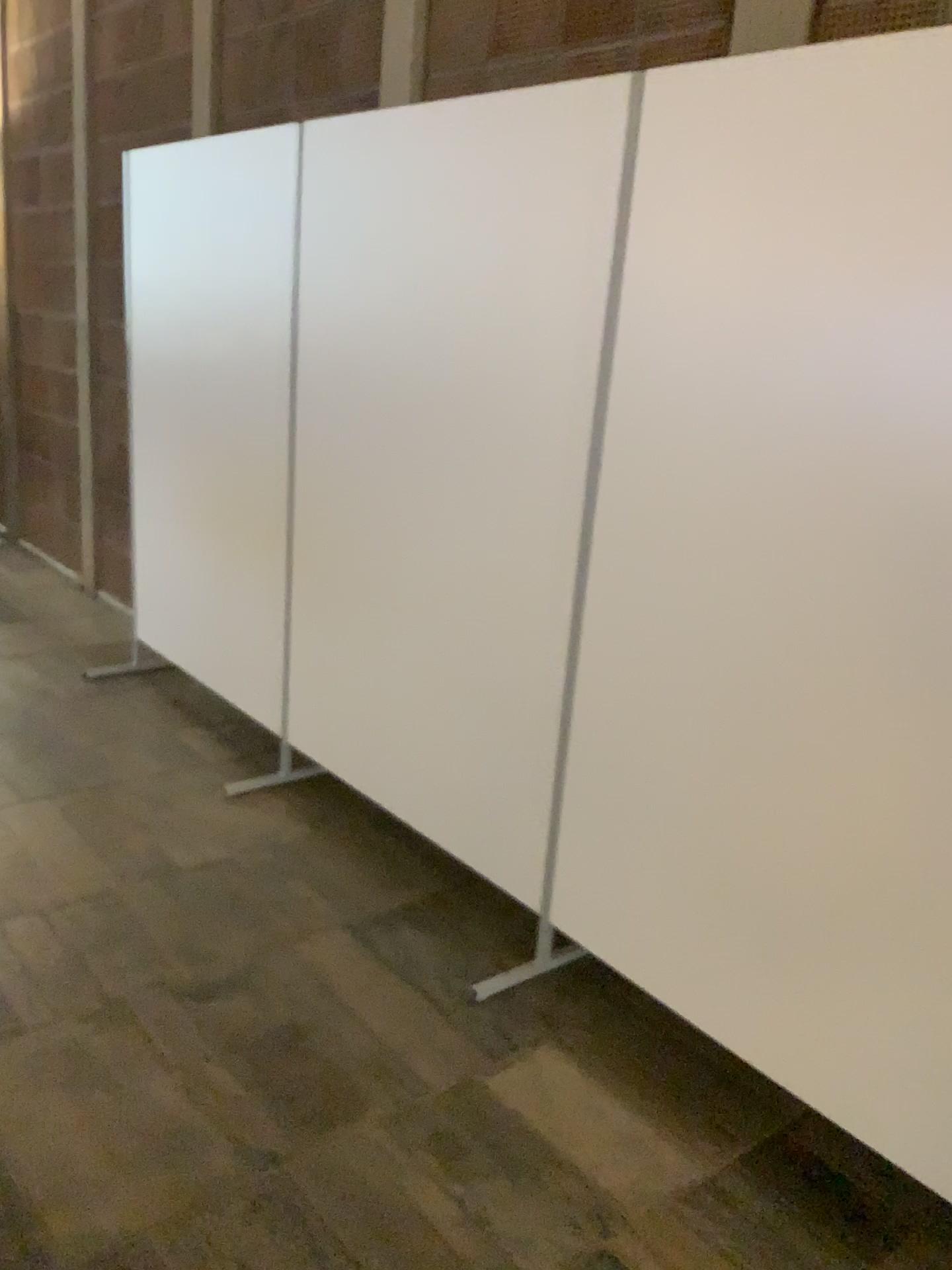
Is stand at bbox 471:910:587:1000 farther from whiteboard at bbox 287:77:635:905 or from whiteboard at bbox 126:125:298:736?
whiteboard at bbox 126:125:298:736

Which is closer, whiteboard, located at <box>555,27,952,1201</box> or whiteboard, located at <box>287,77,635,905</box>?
→ whiteboard, located at <box>555,27,952,1201</box>

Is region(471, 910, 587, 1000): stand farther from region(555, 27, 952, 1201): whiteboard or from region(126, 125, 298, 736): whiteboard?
region(126, 125, 298, 736): whiteboard

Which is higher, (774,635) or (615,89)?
(615,89)

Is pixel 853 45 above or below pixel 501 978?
above

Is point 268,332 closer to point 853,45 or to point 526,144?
point 526,144

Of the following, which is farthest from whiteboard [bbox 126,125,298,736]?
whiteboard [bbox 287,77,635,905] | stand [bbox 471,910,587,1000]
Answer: stand [bbox 471,910,587,1000]

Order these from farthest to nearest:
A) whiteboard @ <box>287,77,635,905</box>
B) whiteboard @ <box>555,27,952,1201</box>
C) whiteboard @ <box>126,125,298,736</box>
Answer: whiteboard @ <box>126,125,298,736</box> < whiteboard @ <box>287,77,635,905</box> < whiteboard @ <box>555,27,952,1201</box>

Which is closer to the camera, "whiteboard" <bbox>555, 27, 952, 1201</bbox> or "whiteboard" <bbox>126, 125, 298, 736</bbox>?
"whiteboard" <bbox>555, 27, 952, 1201</bbox>

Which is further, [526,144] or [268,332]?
[268,332]
